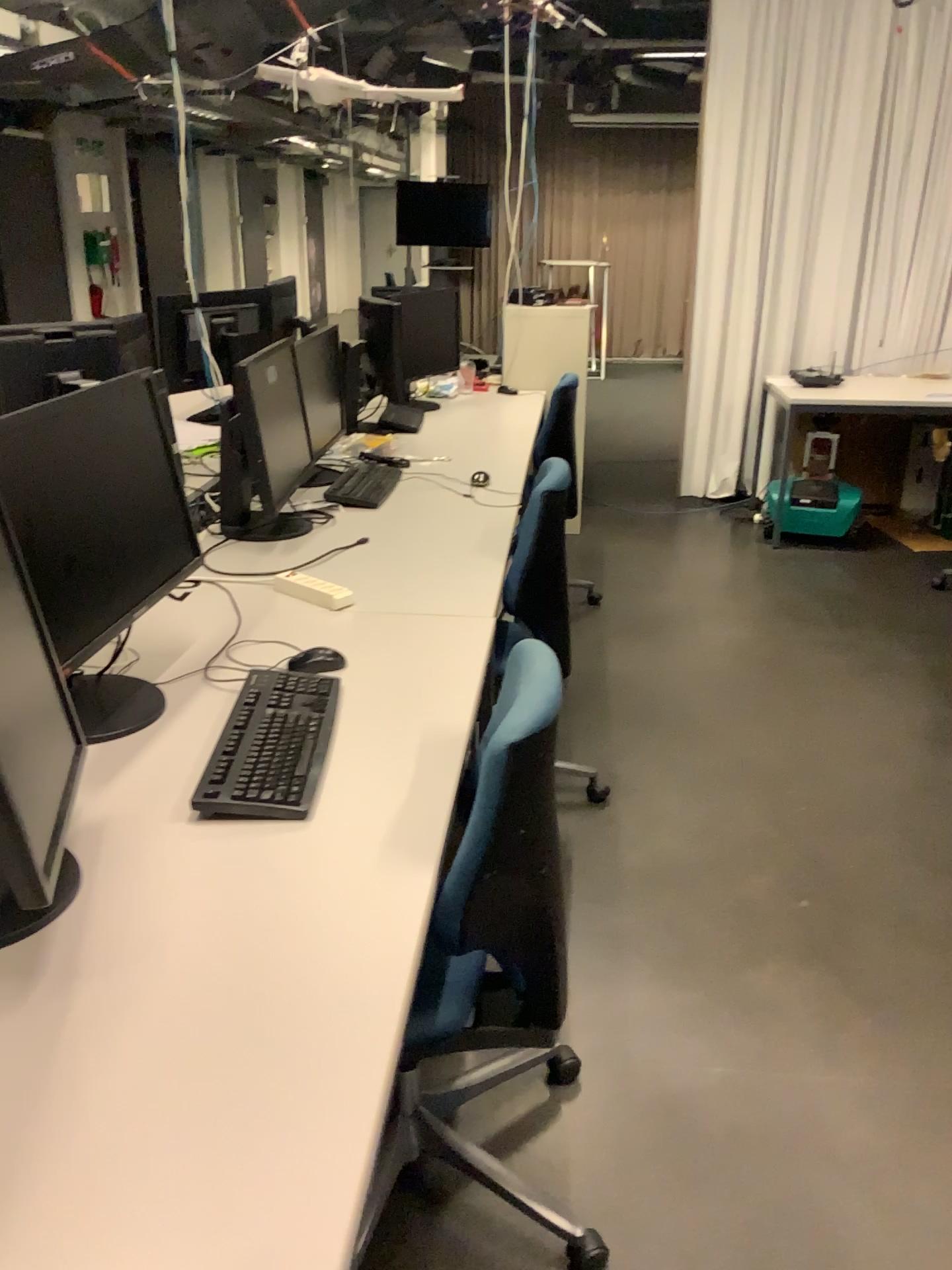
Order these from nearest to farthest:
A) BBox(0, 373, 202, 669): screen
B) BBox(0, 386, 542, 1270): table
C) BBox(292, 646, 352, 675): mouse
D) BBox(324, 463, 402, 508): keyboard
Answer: BBox(0, 386, 542, 1270): table, BBox(0, 373, 202, 669): screen, BBox(292, 646, 352, 675): mouse, BBox(324, 463, 402, 508): keyboard

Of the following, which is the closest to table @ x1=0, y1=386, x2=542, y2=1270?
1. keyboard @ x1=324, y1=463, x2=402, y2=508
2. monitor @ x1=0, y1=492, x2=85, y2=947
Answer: monitor @ x1=0, y1=492, x2=85, y2=947

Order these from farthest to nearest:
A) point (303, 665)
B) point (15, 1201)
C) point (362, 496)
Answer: point (362, 496)
point (303, 665)
point (15, 1201)

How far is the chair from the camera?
1.33m

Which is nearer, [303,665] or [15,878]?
[15,878]

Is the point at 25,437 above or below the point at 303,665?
above

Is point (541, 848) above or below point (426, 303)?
below

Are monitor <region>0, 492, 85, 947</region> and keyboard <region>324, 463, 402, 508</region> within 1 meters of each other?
no

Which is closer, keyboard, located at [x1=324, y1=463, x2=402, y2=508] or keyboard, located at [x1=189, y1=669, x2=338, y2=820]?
keyboard, located at [x1=189, y1=669, x2=338, y2=820]

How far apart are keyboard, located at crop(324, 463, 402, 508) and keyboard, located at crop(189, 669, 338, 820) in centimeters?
131cm
